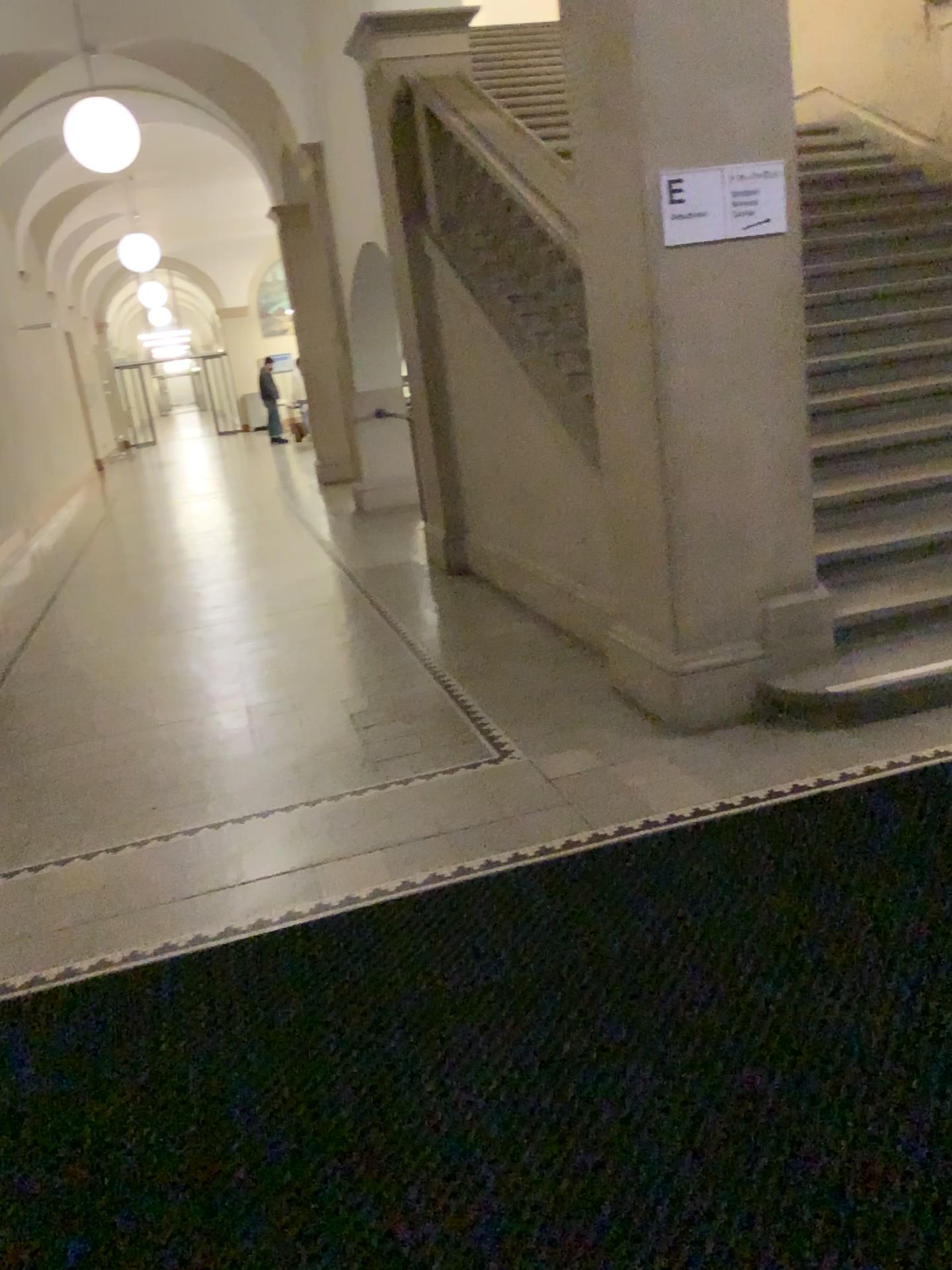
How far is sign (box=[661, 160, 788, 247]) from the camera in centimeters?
326cm

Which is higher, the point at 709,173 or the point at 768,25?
the point at 768,25

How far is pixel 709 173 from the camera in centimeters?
326cm

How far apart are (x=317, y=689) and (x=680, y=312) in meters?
2.3
